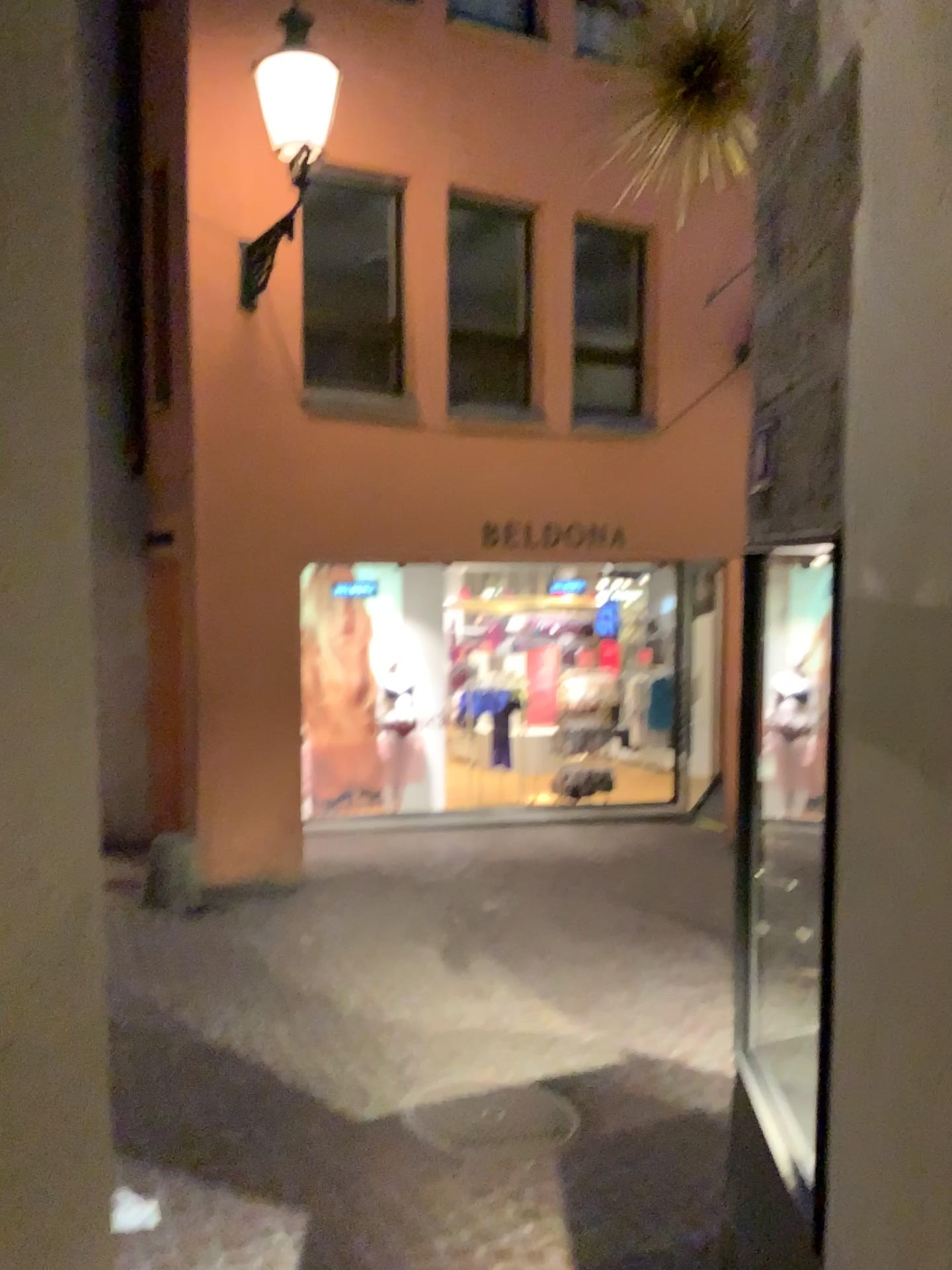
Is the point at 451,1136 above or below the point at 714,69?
below

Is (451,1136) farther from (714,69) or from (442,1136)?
(714,69)

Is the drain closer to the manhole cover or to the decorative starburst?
the manhole cover

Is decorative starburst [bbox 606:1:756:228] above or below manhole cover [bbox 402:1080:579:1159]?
above

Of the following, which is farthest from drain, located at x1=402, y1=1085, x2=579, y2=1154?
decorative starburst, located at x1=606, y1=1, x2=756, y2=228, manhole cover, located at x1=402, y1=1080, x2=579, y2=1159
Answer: decorative starburst, located at x1=606, y1=1, x2=756, y2=228

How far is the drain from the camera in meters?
4.0 m

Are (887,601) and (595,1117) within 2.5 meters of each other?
no

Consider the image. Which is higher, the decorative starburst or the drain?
the decorative starburst

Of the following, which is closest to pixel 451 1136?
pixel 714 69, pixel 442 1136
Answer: pixel 442 1136
